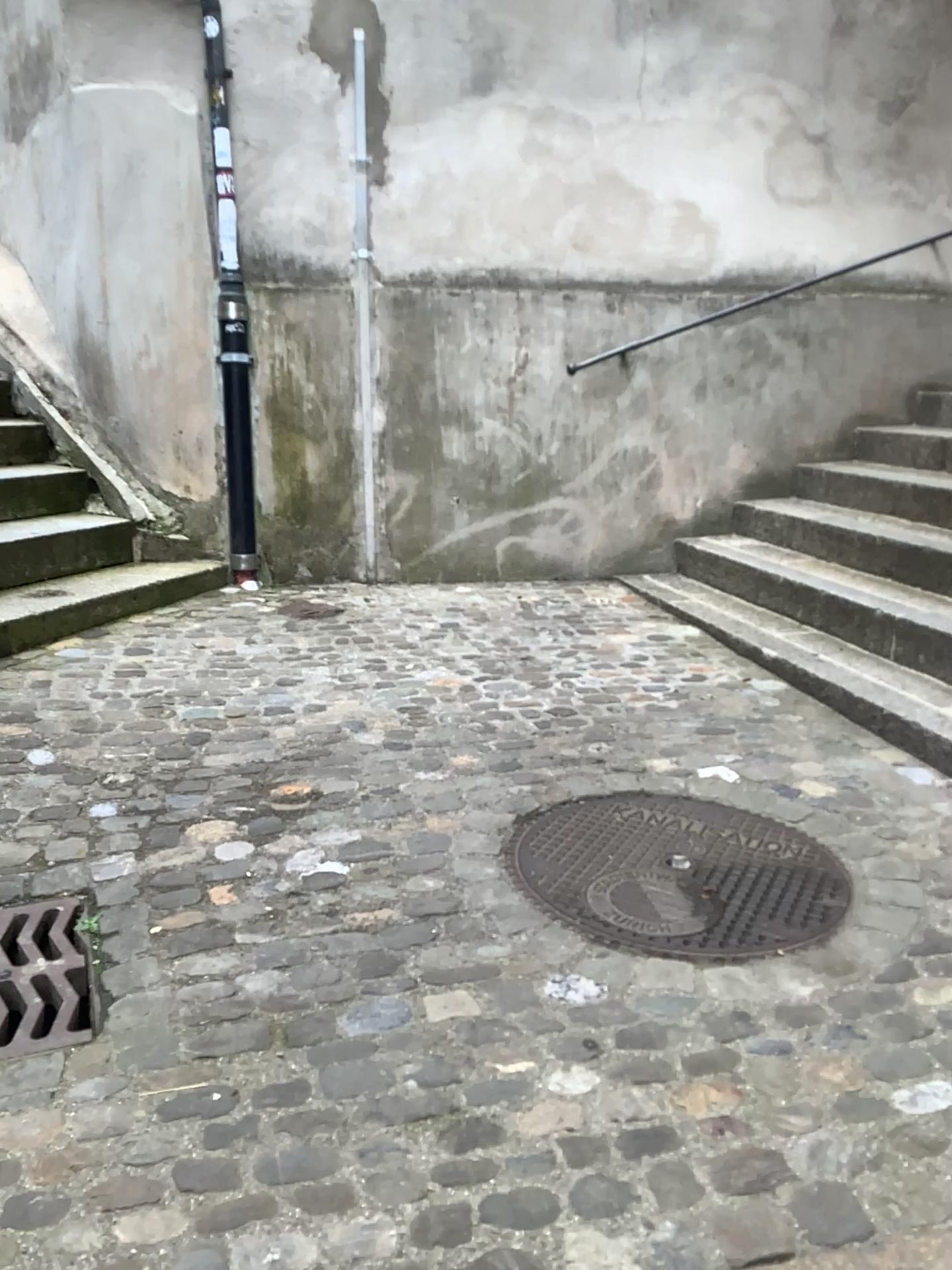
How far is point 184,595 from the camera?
4.18m

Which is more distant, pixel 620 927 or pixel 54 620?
pixel 54 620

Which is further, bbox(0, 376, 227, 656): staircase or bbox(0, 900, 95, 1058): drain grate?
bbox(0, 376, 227, 656): staircase

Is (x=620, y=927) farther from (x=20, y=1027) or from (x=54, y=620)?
(x=54, y=620)

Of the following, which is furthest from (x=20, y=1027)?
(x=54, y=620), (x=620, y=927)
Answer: (x=54, y=620)

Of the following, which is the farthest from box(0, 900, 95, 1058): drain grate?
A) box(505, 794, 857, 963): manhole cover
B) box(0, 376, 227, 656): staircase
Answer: box(0, 376, 227, 656): staircase

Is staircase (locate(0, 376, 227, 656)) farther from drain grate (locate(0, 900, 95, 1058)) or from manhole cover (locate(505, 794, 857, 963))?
manhole cover (locate(505, 794, 857, 963))

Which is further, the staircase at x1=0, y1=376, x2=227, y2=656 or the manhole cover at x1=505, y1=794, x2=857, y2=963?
the staircase at x1=0, y1=376, x2=227, y2=656
